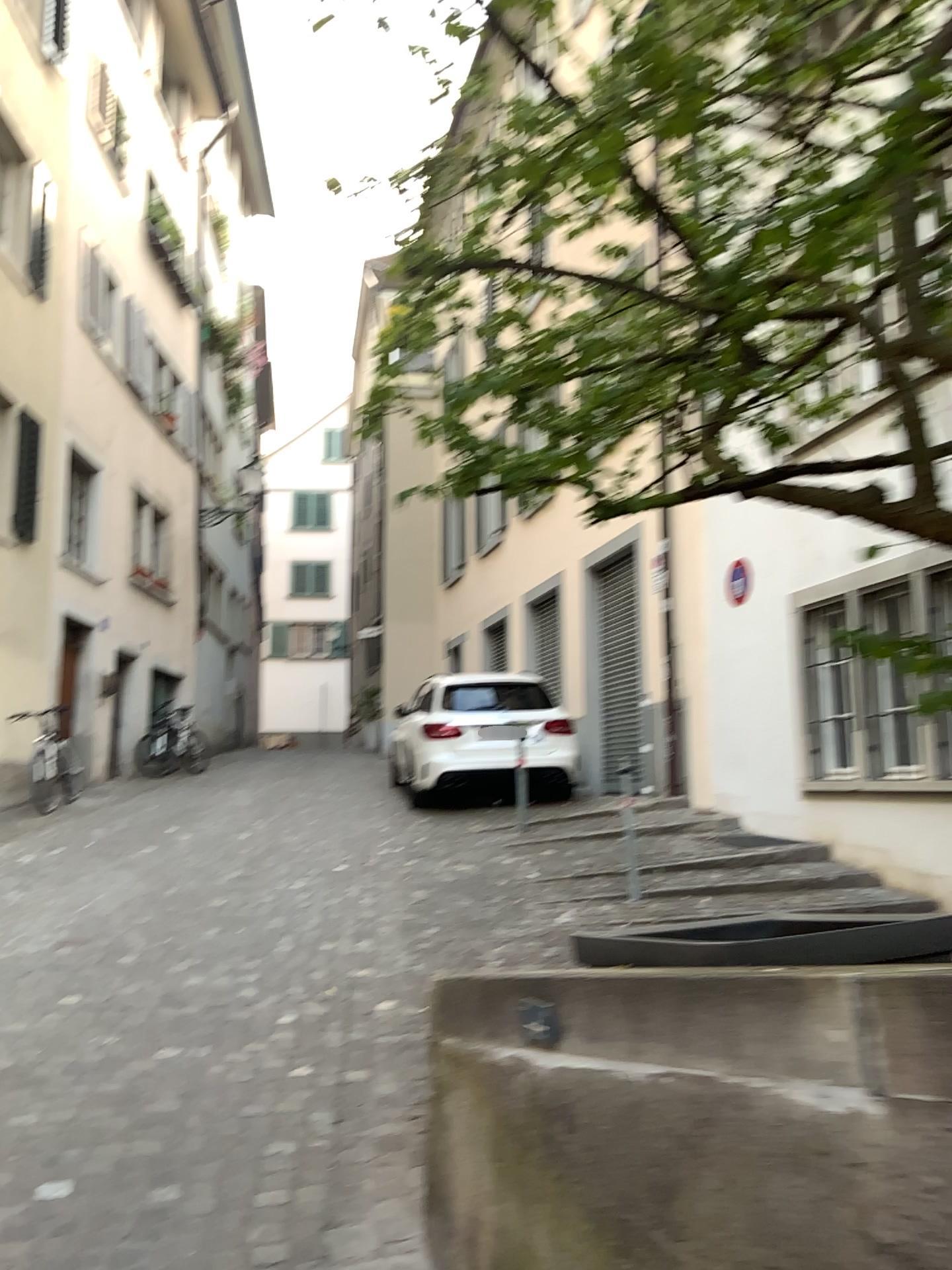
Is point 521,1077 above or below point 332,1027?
above
